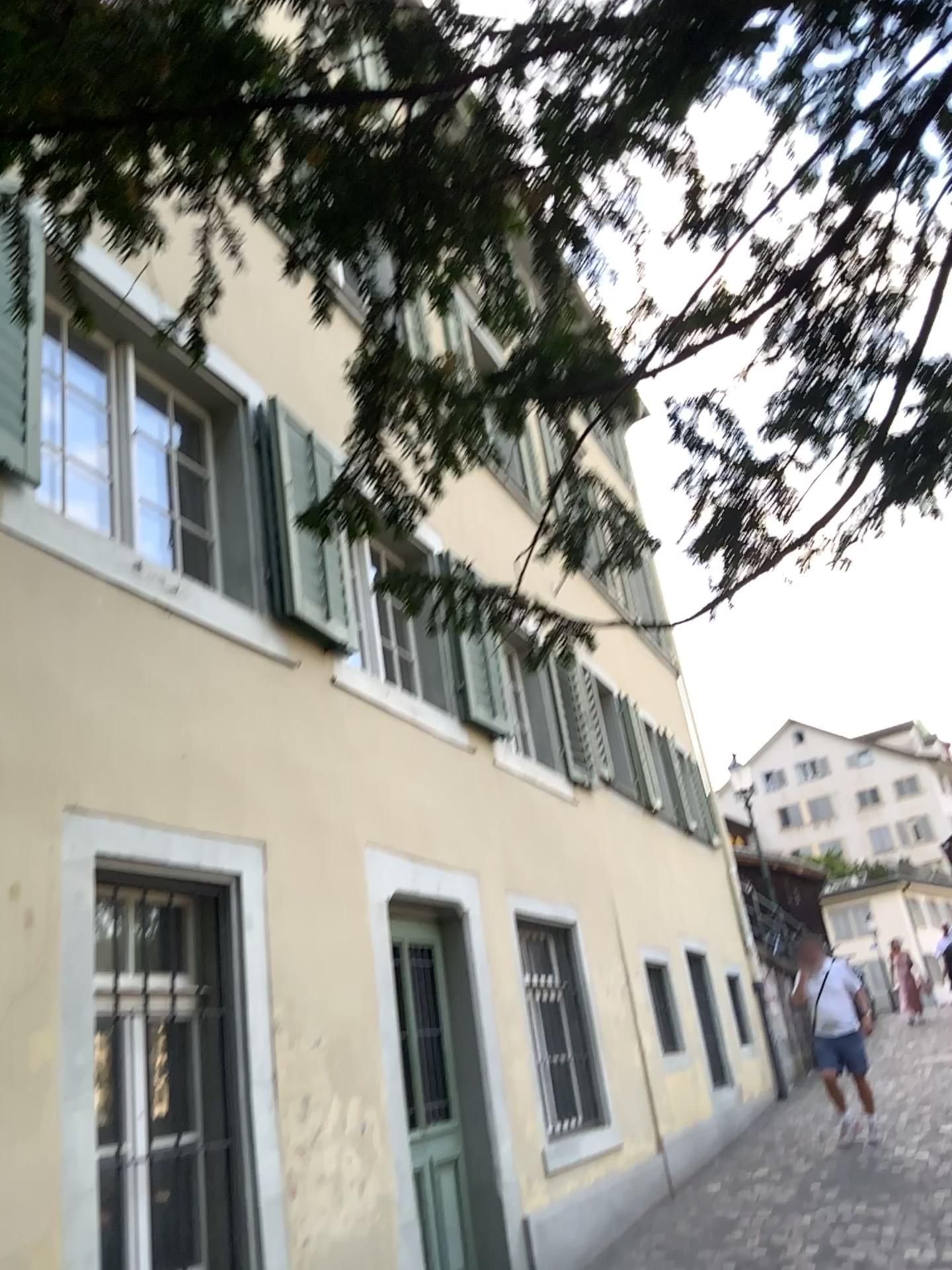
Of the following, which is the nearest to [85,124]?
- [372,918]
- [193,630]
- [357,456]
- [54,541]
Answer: [357,456]
